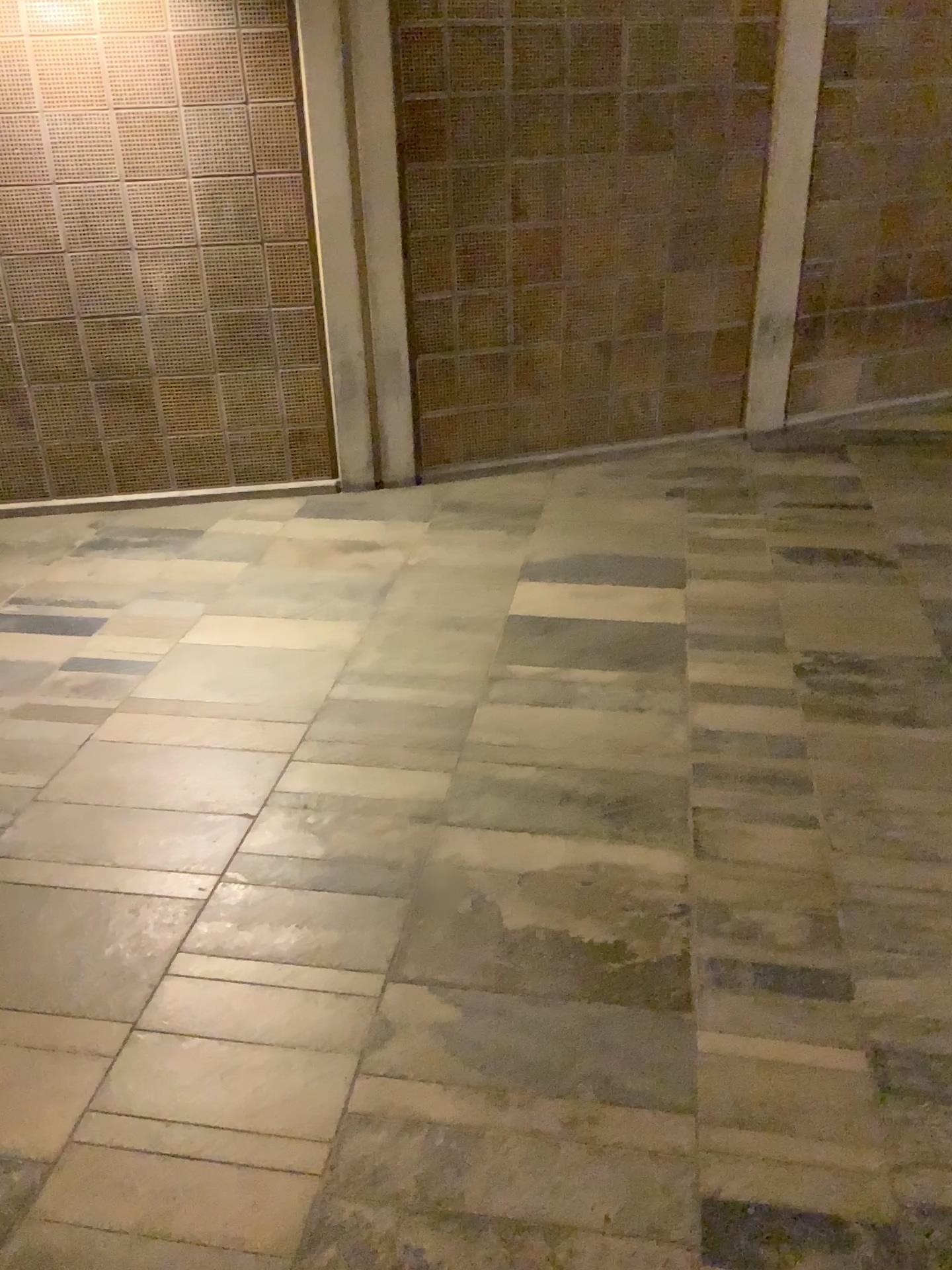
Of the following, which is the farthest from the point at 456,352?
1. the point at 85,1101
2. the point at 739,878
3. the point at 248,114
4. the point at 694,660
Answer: the point at 85,1101
